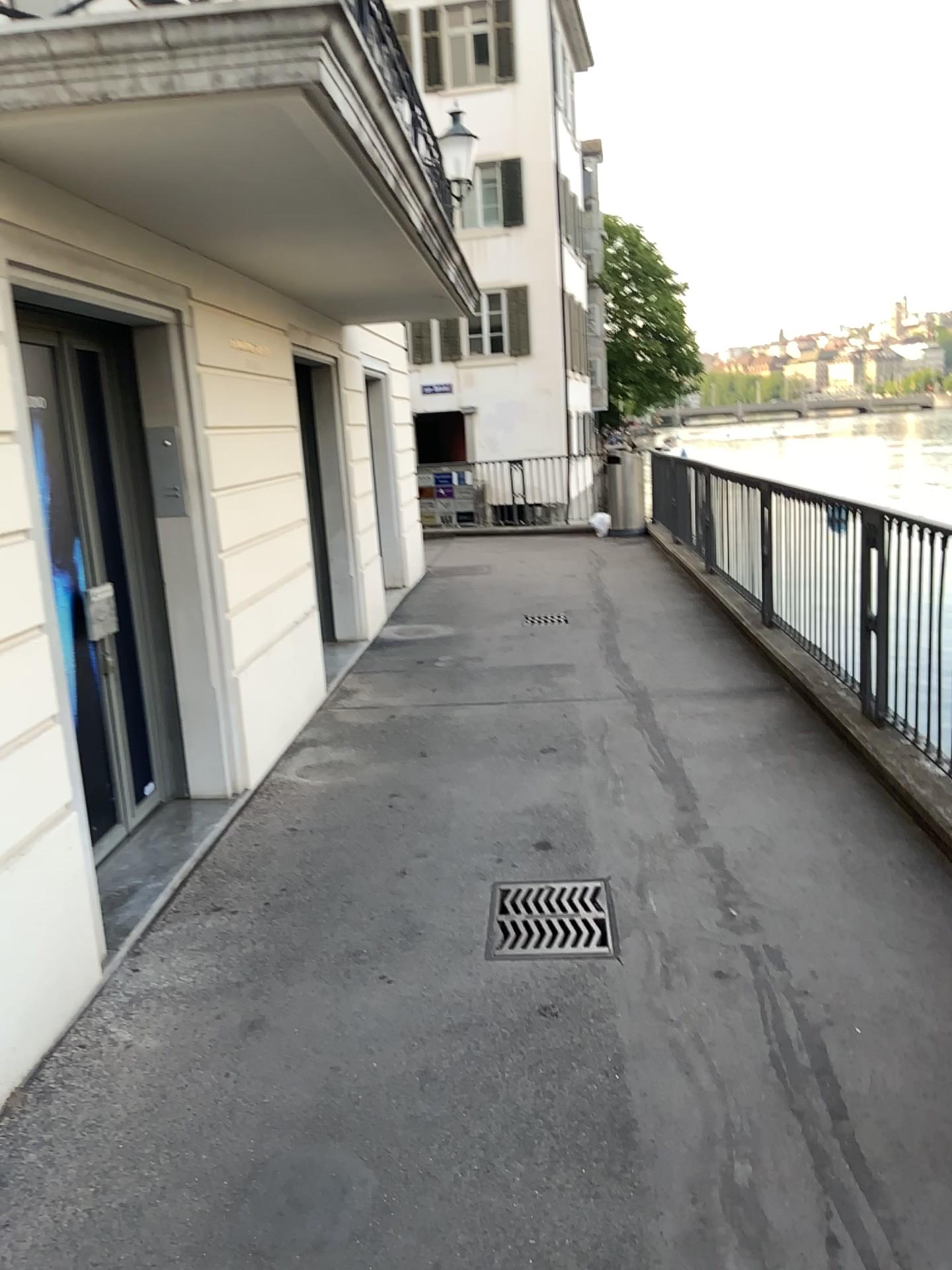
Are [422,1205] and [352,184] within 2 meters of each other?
no
